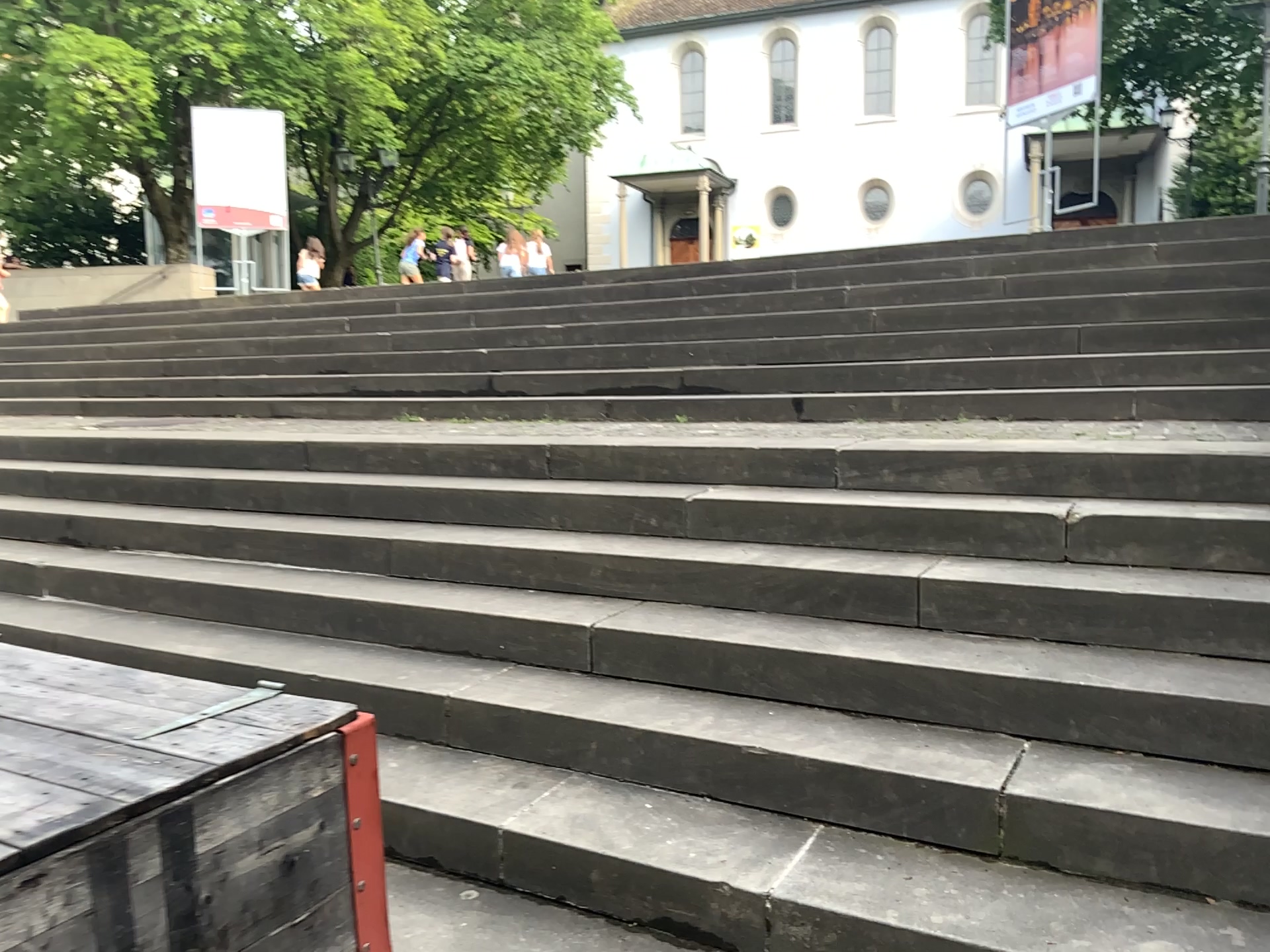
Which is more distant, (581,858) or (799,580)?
(799,580)
